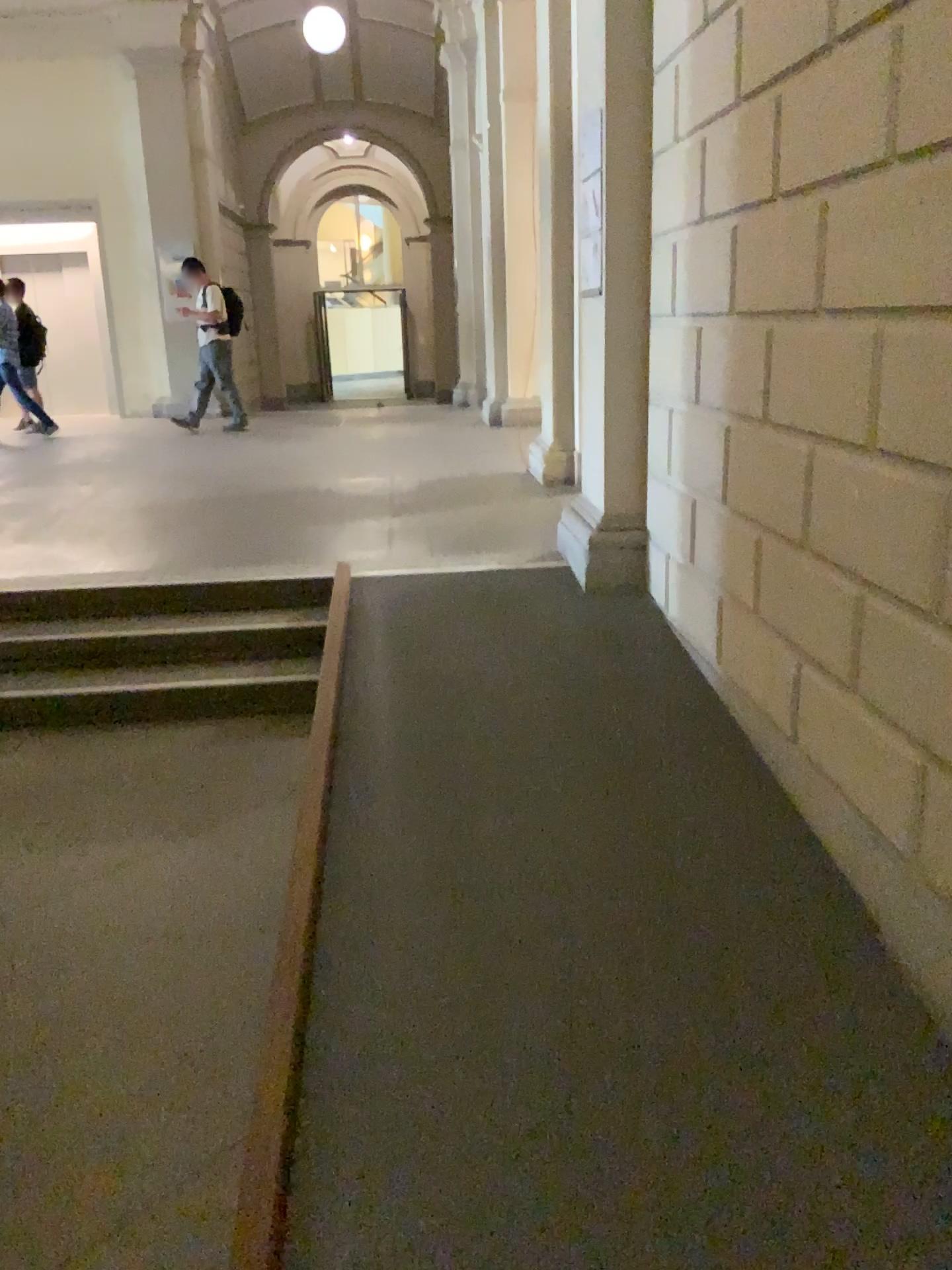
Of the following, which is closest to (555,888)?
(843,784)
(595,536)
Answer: (843,784)

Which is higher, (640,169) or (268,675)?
(640,169)
